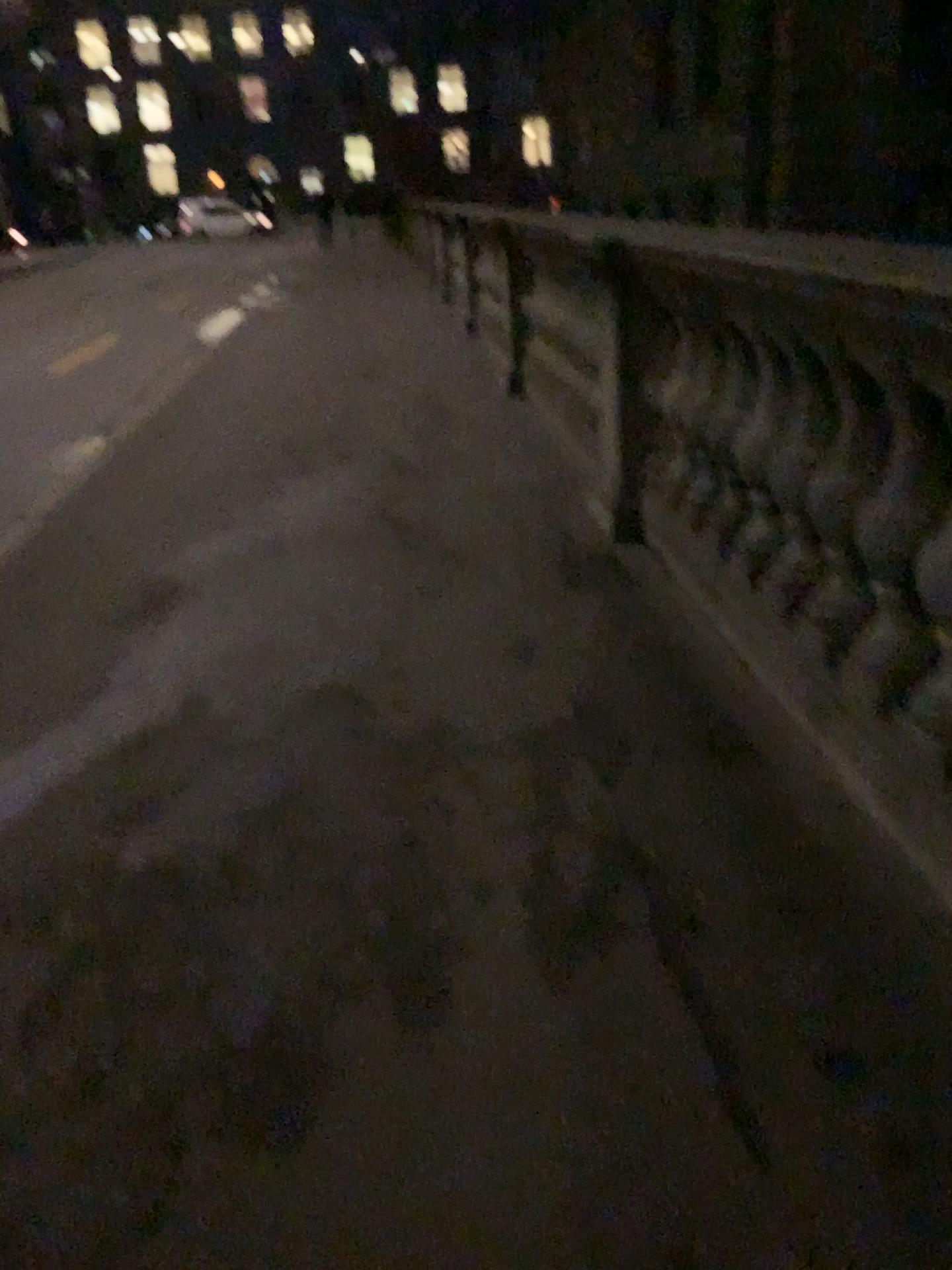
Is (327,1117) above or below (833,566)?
below
